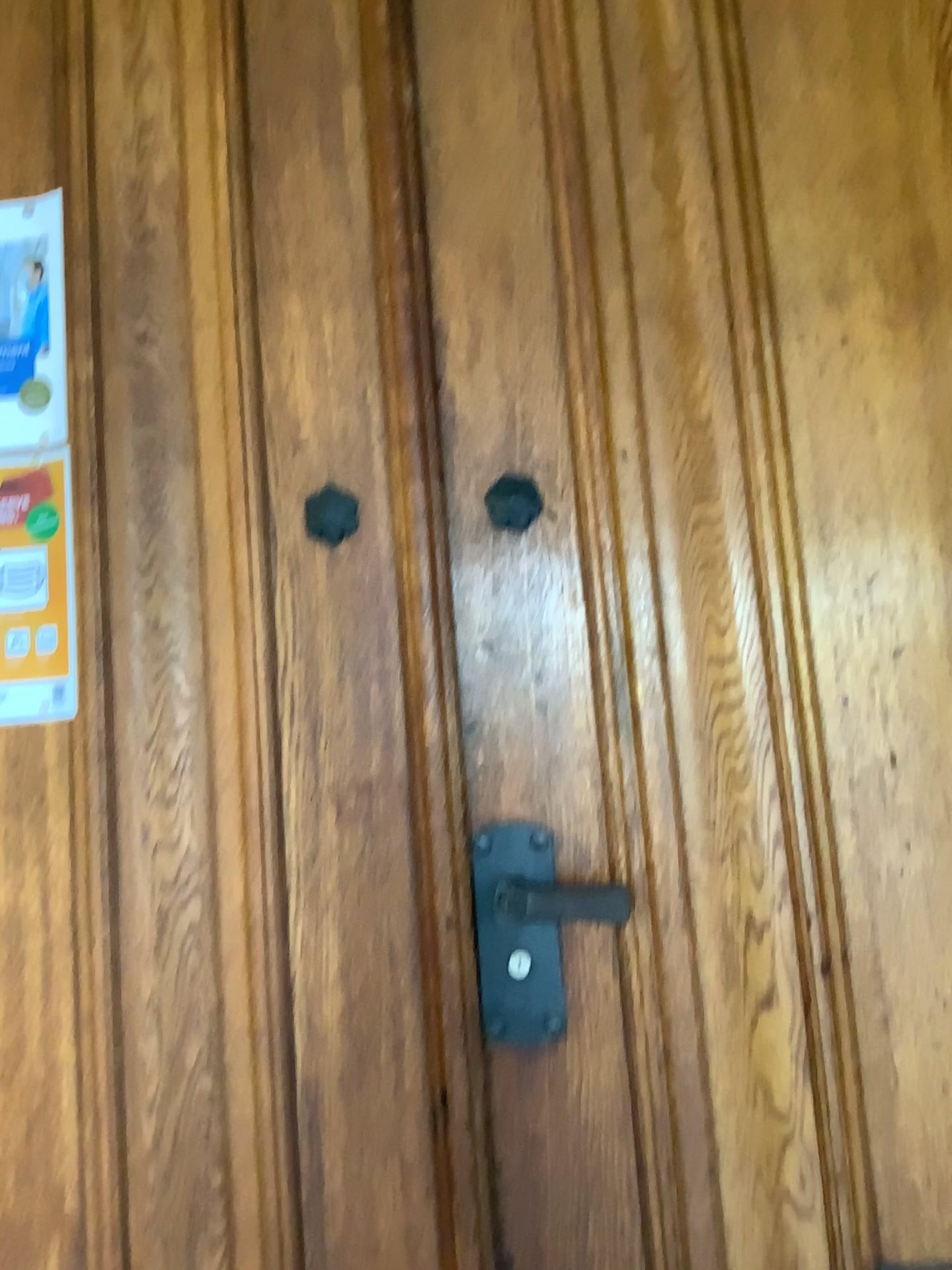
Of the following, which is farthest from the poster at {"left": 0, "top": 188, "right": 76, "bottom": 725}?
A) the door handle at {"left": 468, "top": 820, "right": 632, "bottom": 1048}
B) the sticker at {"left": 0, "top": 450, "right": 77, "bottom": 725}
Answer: the door handle at {"left": 468, "top": 820, "right": 632, "bottom": 1048}

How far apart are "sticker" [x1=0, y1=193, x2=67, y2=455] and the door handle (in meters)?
0.68

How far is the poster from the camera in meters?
1.2 m

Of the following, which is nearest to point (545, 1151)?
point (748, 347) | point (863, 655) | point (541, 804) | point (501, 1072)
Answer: point (501, 1072)

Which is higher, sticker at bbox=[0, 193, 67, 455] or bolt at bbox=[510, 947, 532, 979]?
sticker at bbox=[0, 193, 67, 455]

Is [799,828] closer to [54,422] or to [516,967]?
[516,967]

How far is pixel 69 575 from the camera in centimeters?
116cm

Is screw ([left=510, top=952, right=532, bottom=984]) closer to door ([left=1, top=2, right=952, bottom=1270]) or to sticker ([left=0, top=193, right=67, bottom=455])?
door ([left=1, top=2, right=952, bottom=1270])

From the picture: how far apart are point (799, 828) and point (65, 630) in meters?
0.8 m

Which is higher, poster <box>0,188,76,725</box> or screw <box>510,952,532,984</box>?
poster <box>0,188,76,725</box>
